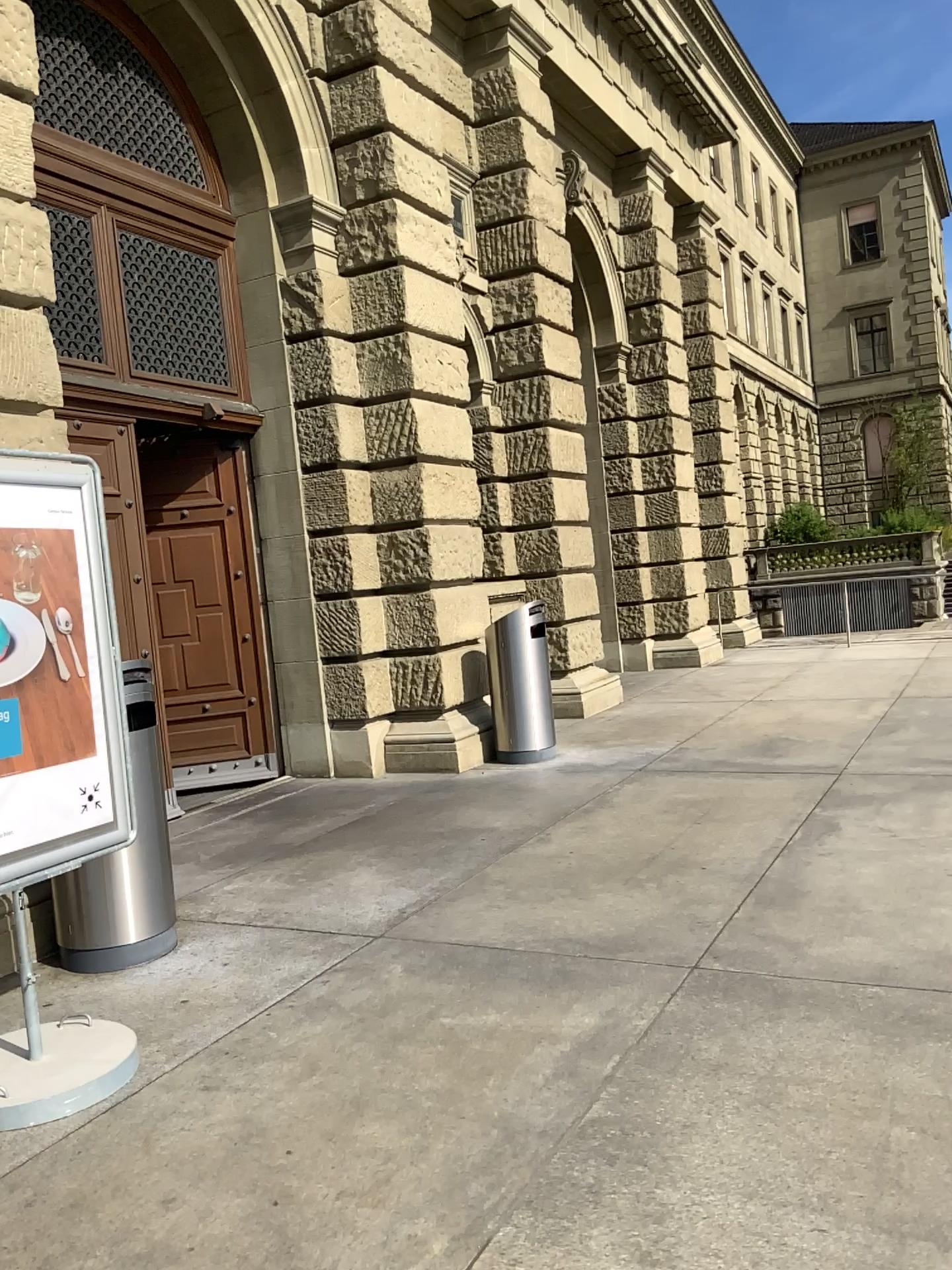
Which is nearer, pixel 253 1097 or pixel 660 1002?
pixel 253 1097

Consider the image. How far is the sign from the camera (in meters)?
3.45

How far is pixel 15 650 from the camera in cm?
345
